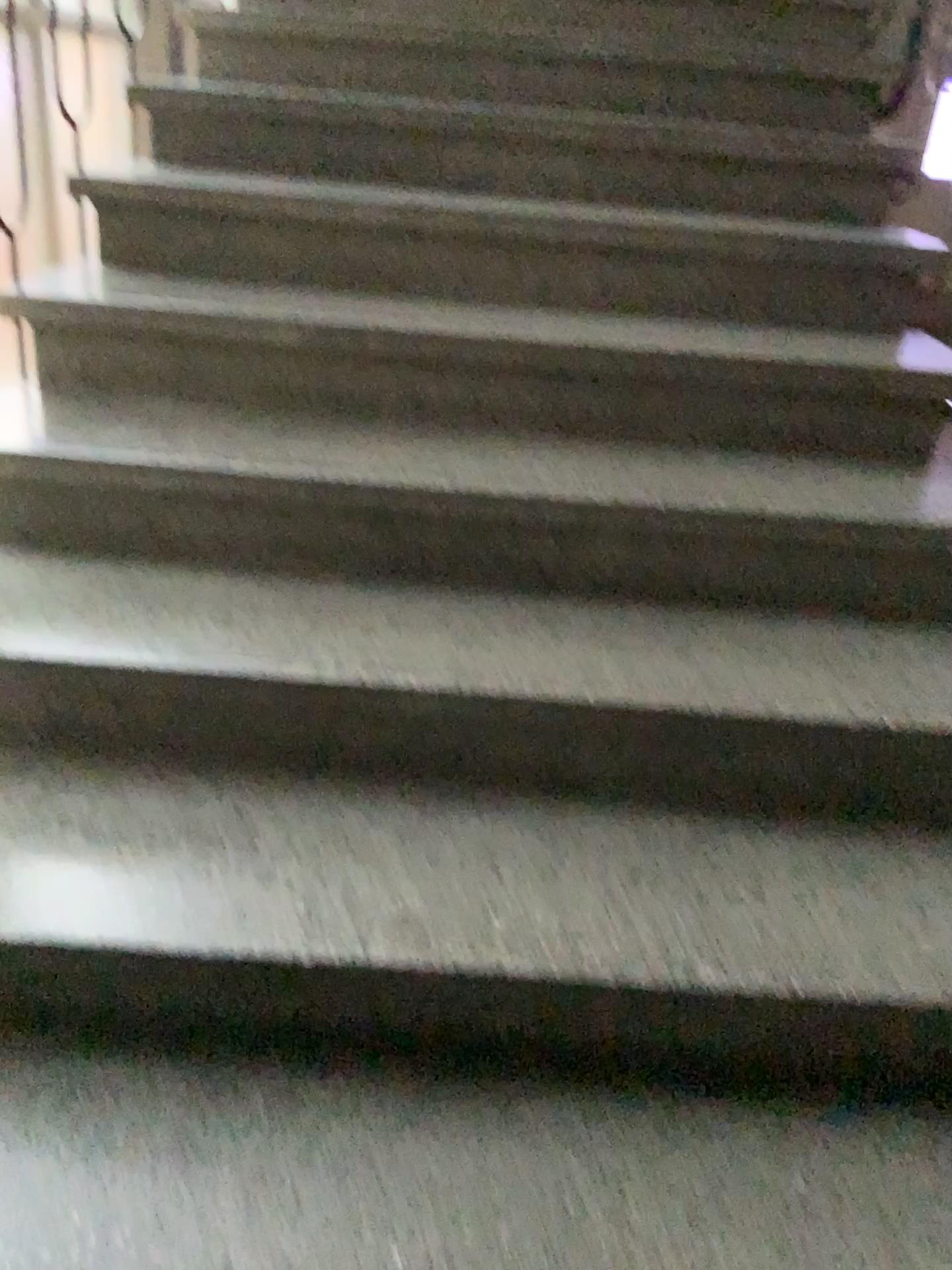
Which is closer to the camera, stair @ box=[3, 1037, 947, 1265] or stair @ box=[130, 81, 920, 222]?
stair @ box=[3, 1037, 947, 1265]

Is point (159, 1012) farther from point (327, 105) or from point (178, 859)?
point (327, 105)

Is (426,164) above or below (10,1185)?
above

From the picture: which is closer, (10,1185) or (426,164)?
(10,1185)

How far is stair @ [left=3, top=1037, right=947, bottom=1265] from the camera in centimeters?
101cm

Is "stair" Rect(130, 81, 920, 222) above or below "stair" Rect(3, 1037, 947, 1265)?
above

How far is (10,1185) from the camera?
1.01m
